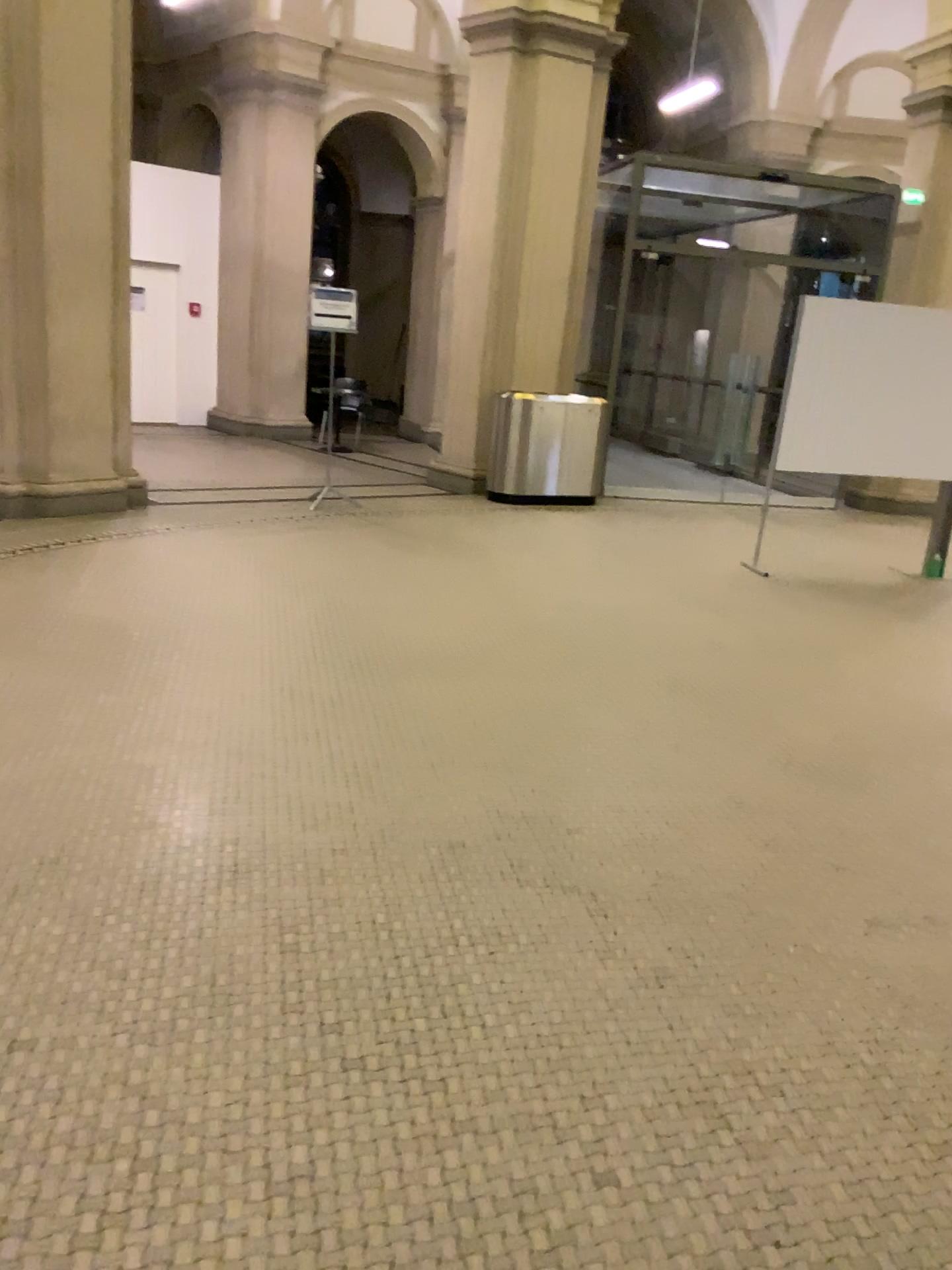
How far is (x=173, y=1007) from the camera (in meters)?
2.29
